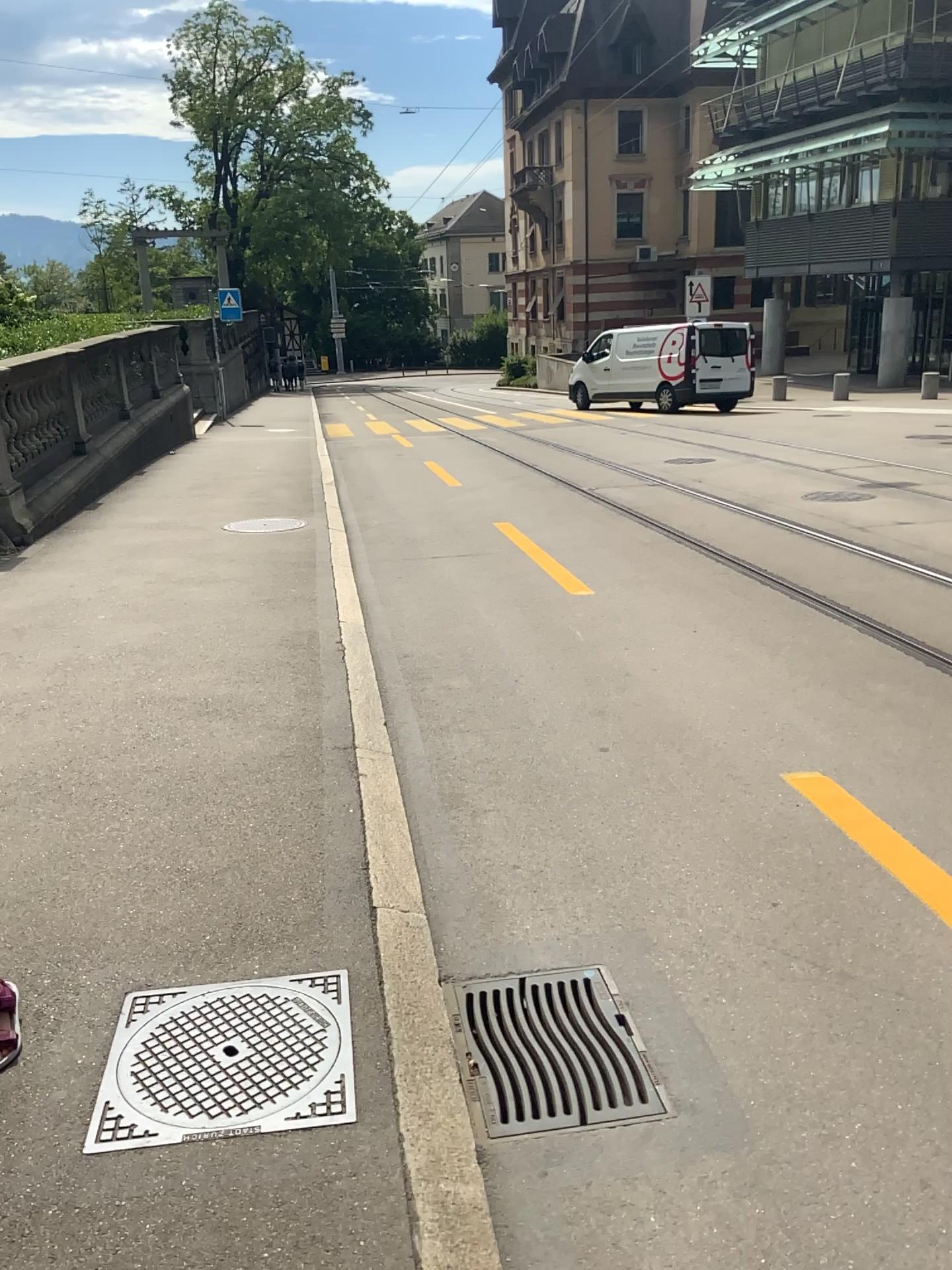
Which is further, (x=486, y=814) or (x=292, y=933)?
(x=486, y=814)
